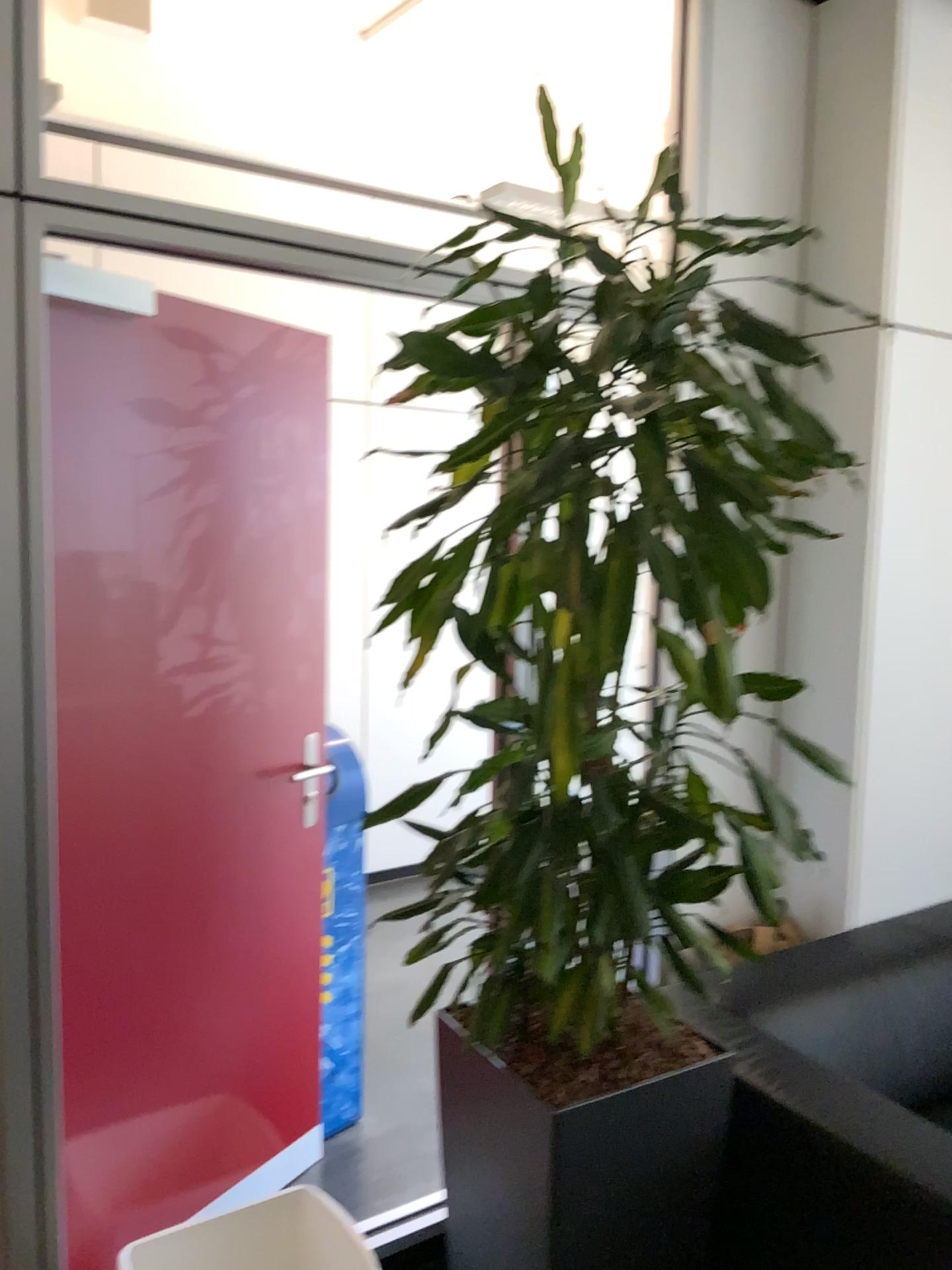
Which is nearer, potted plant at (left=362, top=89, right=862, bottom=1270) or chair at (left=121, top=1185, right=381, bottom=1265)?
potted plant at (left=362, top=89, right=862, bottom=1270)

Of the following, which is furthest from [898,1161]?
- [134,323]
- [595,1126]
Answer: [134,323]

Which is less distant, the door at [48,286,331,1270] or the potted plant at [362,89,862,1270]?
the potted plant at [362,89,862,1270]

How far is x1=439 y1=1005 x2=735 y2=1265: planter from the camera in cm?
171

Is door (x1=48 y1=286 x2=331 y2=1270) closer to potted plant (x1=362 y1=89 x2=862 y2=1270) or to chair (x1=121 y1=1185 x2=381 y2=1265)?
chair (x1=121 y1=1185 x2=381 y2=1265)

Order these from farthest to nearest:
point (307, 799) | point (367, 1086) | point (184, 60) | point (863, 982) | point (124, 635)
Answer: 1. point (184, 60)
2. point (367, 1086)
3. point (307, 799)
4. point (863, 982)
5. point (124, 635)

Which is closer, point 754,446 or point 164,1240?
point 754,446

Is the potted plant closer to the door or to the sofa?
the sofa

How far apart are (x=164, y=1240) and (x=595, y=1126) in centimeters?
89cm

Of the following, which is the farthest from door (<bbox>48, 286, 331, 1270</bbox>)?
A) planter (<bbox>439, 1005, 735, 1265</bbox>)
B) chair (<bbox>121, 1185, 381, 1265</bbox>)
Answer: planter (<bbox>439, 1005, 735, 1265</bbox>)
